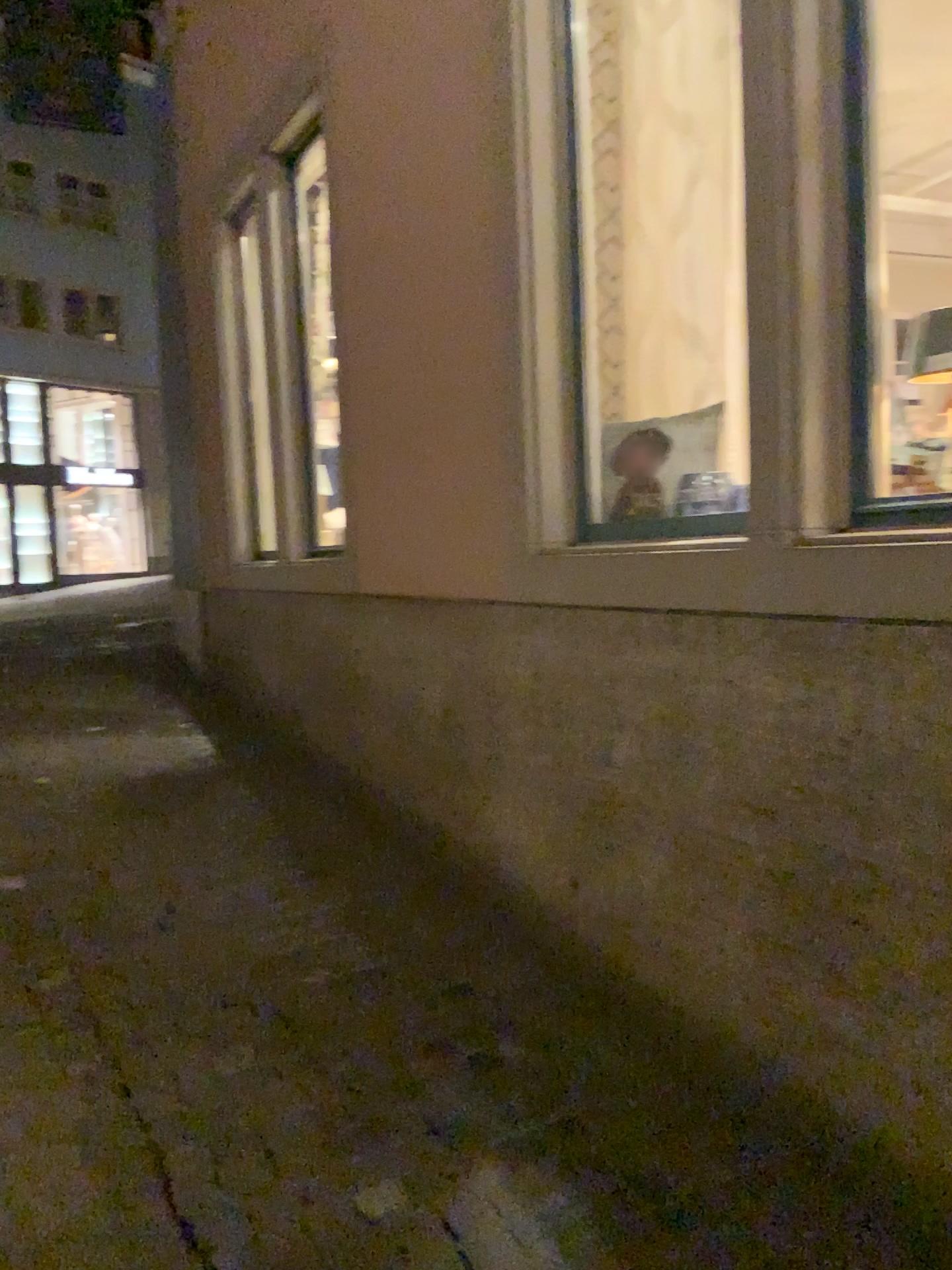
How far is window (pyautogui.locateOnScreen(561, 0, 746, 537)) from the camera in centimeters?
298cm

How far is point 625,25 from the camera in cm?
298

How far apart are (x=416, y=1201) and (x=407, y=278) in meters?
2.9 m
